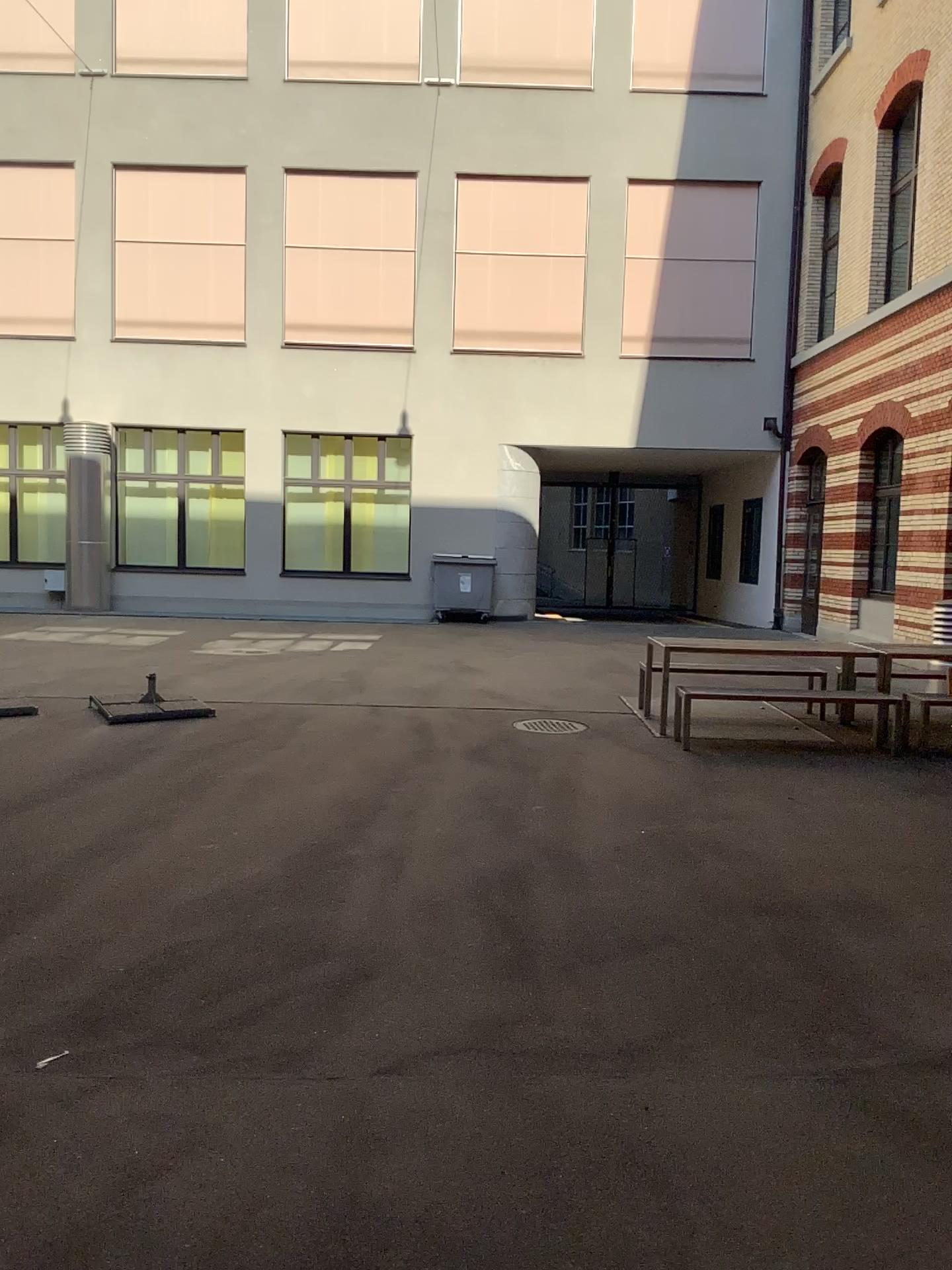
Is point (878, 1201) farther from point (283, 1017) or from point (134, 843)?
point (134, 843)
